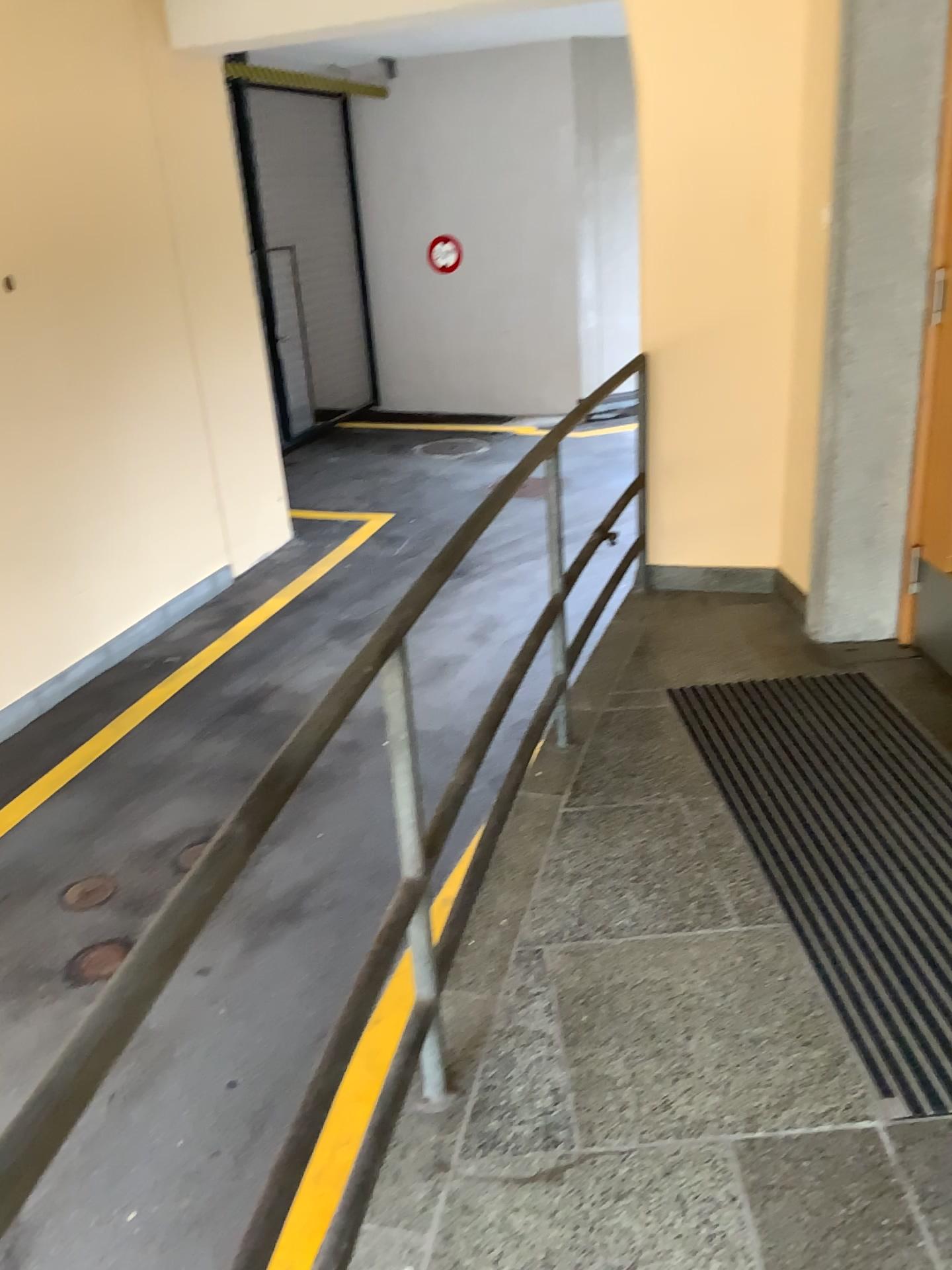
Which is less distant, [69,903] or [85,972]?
[85,972]

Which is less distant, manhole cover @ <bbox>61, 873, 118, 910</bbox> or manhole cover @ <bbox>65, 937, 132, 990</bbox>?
manhole cover @ <bbox>65, 937, 132, 990</bbox>

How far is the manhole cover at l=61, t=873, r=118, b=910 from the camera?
4.1 meters

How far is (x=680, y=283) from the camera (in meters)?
3.88

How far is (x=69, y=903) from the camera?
4.1 meters
